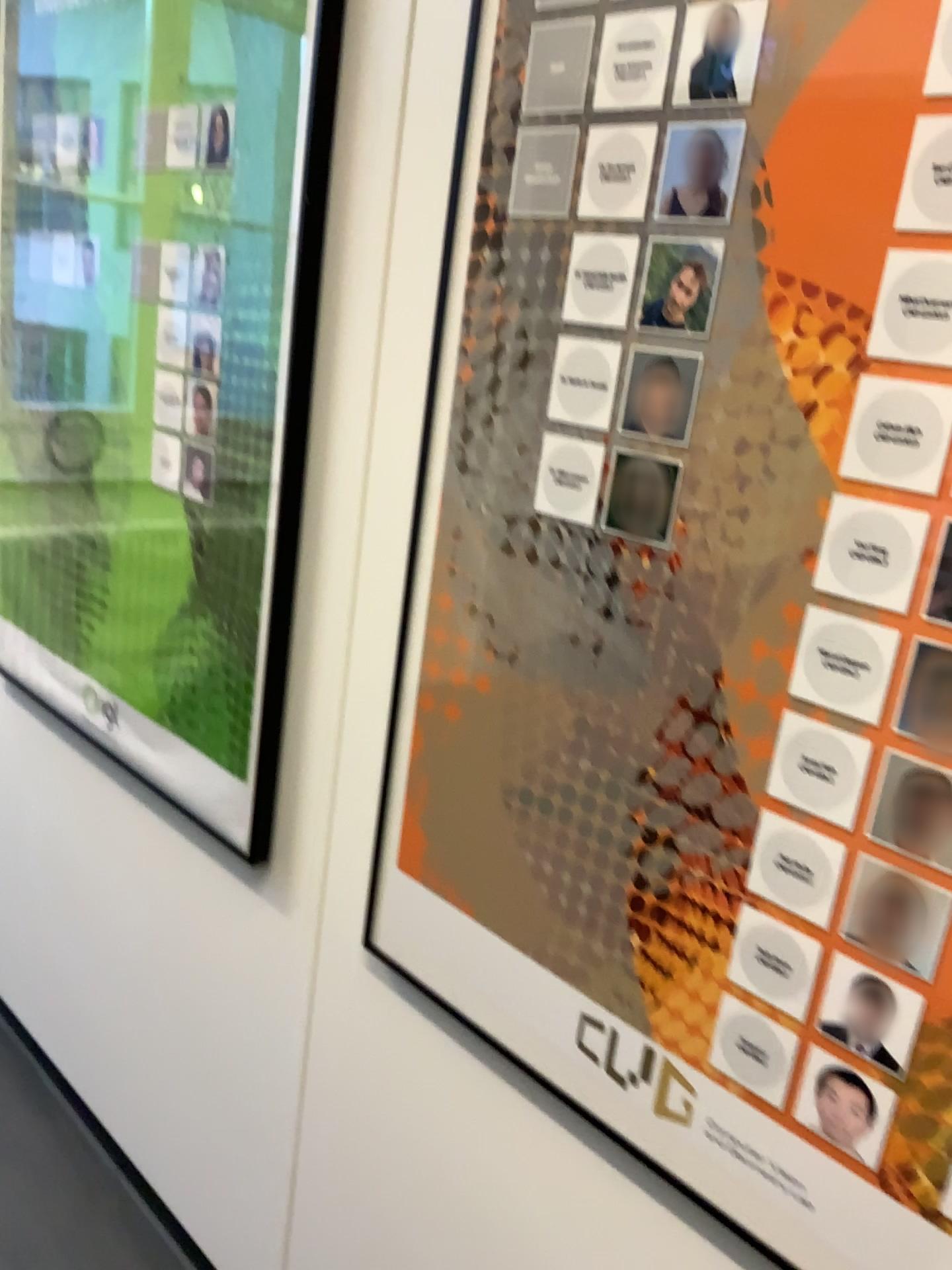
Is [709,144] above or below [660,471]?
above

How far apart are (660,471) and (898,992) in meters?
0.5

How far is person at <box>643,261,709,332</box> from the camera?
0.9 meters

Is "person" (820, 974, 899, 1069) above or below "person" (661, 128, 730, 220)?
below

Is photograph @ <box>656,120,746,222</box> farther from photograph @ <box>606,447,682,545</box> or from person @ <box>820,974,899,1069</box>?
person @ <box>820,974,899,1069</box>

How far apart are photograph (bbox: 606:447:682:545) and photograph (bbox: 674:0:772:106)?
0.29m

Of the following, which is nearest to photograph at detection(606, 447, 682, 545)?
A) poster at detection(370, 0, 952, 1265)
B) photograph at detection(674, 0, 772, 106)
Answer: poster at detection(370, 0, 952, 1265)

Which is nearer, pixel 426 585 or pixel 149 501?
pixel 426 585

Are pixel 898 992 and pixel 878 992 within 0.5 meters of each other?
yes

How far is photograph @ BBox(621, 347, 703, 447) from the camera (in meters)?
0.90
